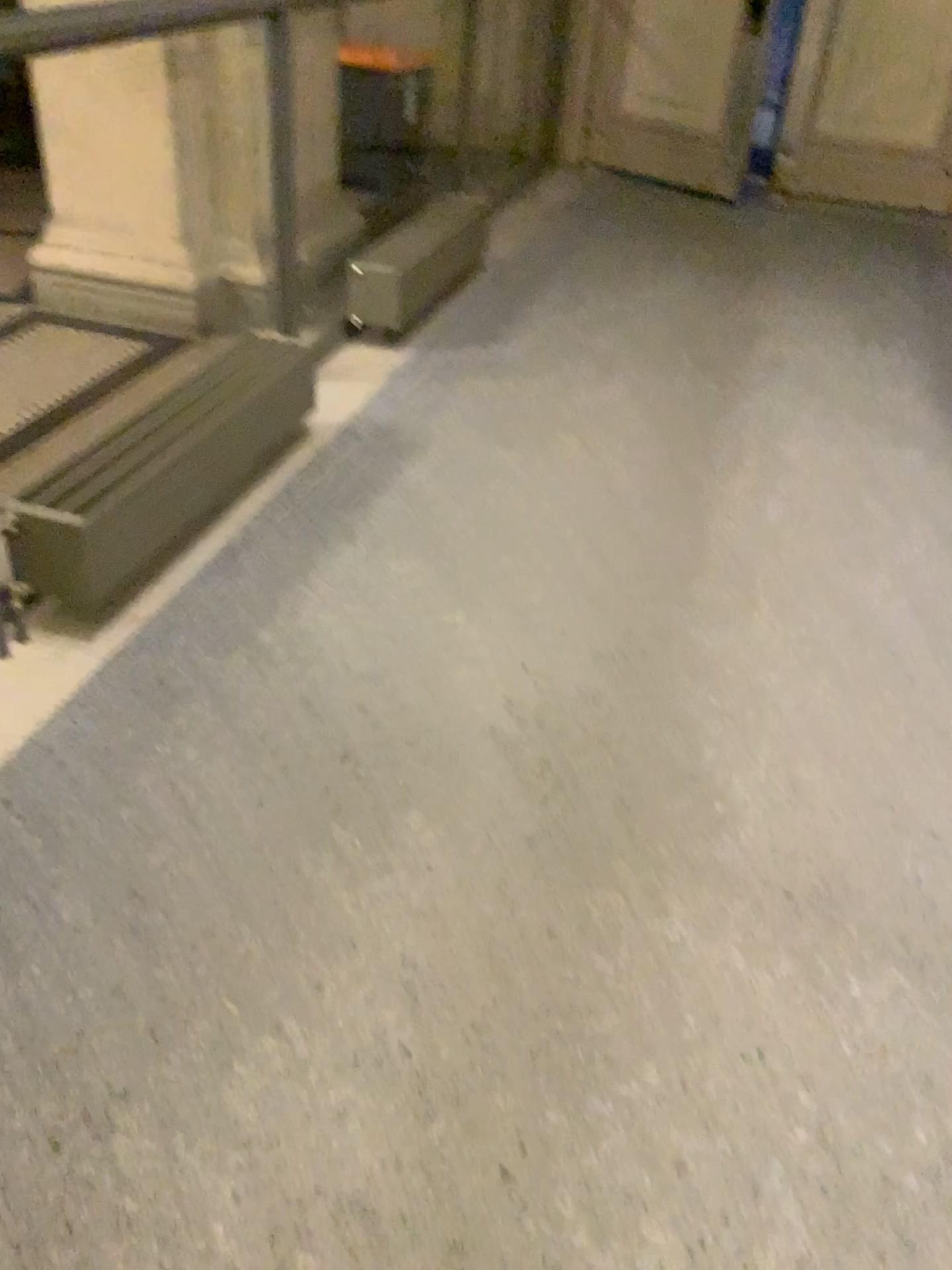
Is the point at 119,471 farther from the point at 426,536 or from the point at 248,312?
the point at 248,312
